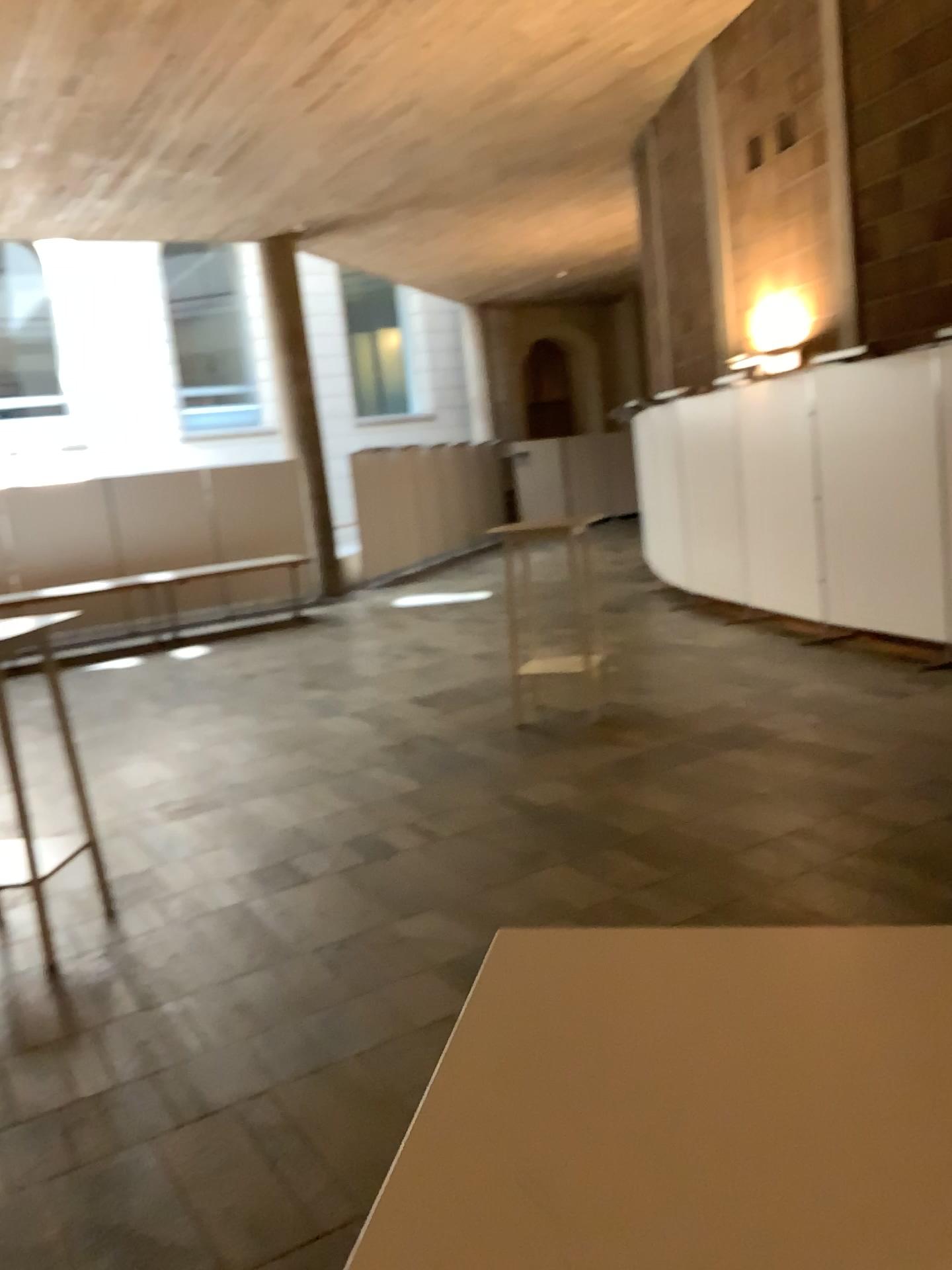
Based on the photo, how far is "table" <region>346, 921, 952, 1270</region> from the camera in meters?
0.5 m

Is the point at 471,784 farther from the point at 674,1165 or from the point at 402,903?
the point at 674,1165

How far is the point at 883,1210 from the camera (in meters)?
0.54
